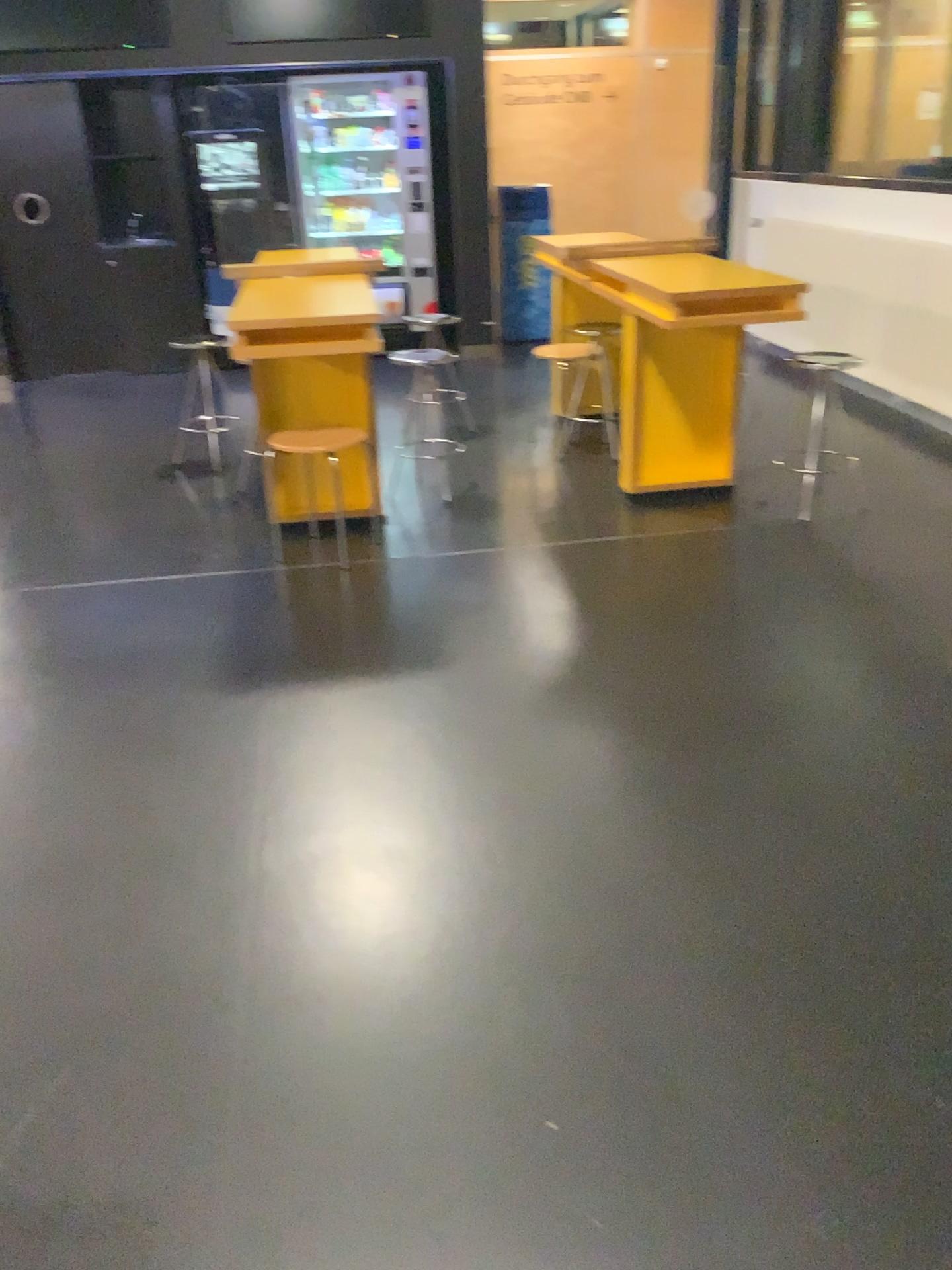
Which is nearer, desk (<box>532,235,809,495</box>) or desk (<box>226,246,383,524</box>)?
desk (<box>226,246,383,524</box>)

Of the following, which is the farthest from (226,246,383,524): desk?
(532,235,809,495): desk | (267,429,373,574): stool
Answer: (532,235,809,495): desk

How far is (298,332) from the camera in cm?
384

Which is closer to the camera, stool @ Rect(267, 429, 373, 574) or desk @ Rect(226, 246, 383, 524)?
desk @ Rect(226, 246, 383, 524)

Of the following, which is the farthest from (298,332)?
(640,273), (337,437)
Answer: (640,273)

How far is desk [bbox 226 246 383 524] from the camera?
3.8 meters

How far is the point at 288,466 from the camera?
4.3m

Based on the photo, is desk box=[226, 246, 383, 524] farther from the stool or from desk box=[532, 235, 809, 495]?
desk box=[532, 235, 809, 495]

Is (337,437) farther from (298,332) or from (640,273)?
(640,273)
